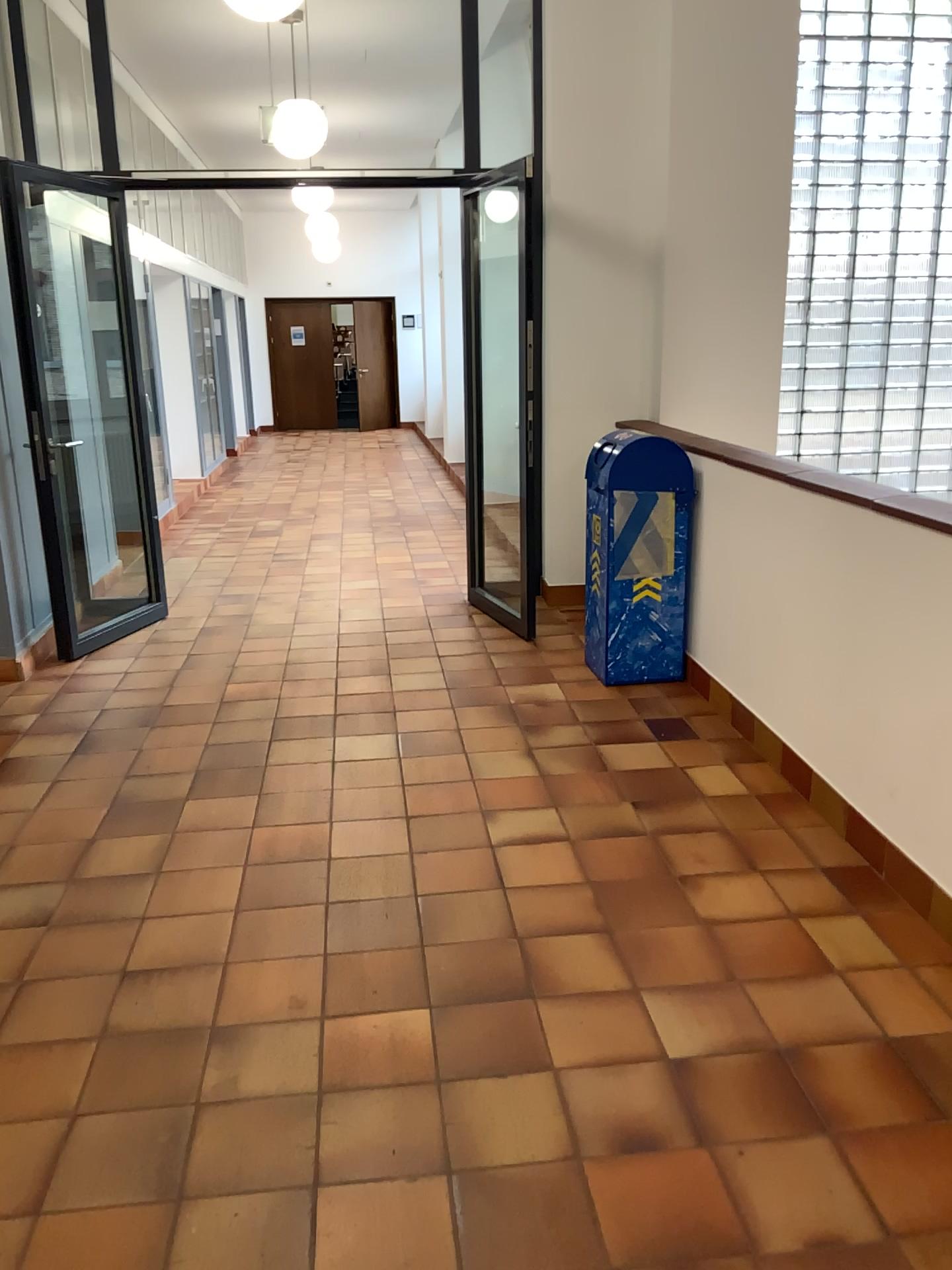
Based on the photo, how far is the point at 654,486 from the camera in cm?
446

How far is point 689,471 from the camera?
4.4 meters

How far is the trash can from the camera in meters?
4.5 m
